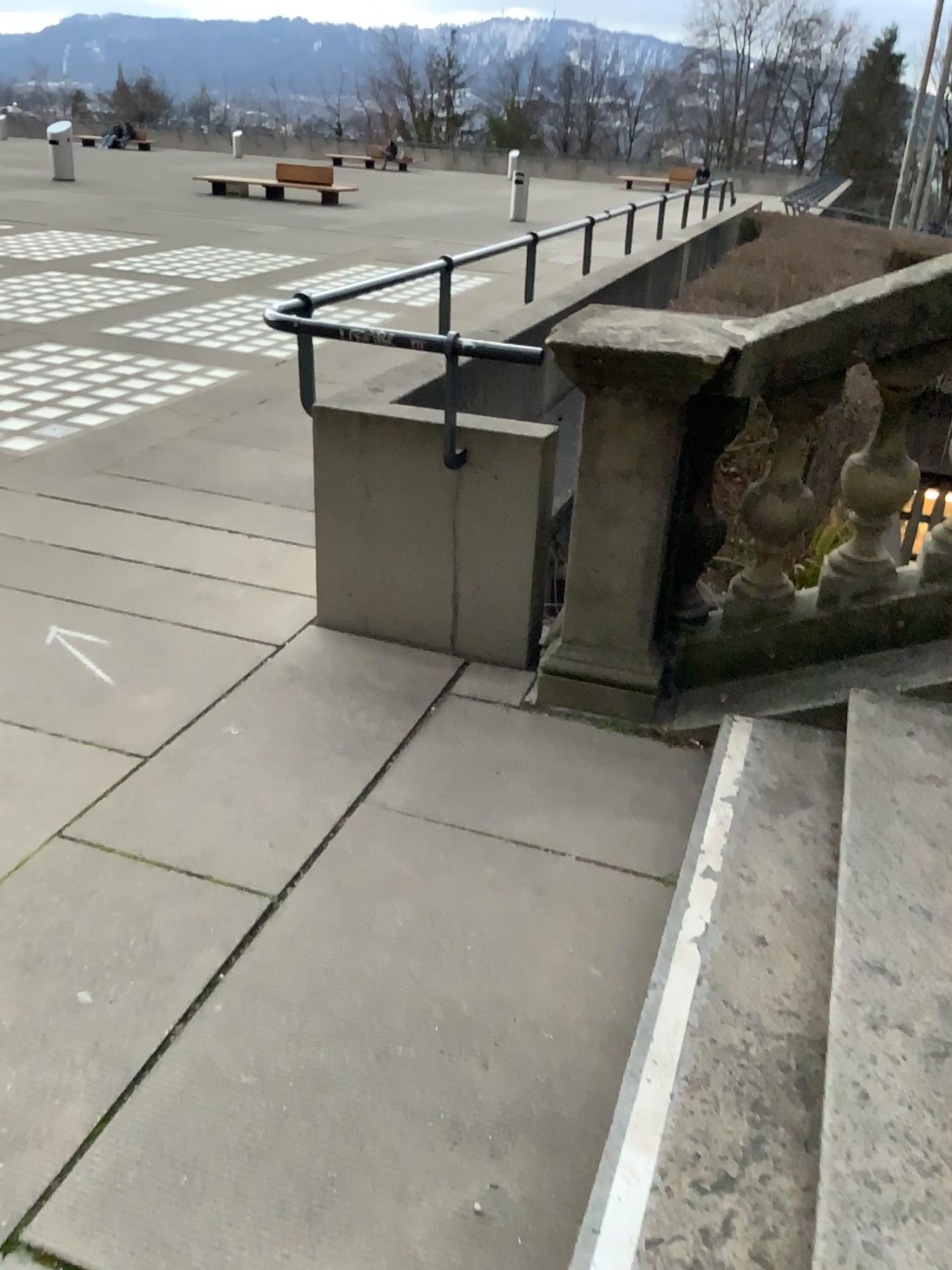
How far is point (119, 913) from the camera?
2.3 meters
